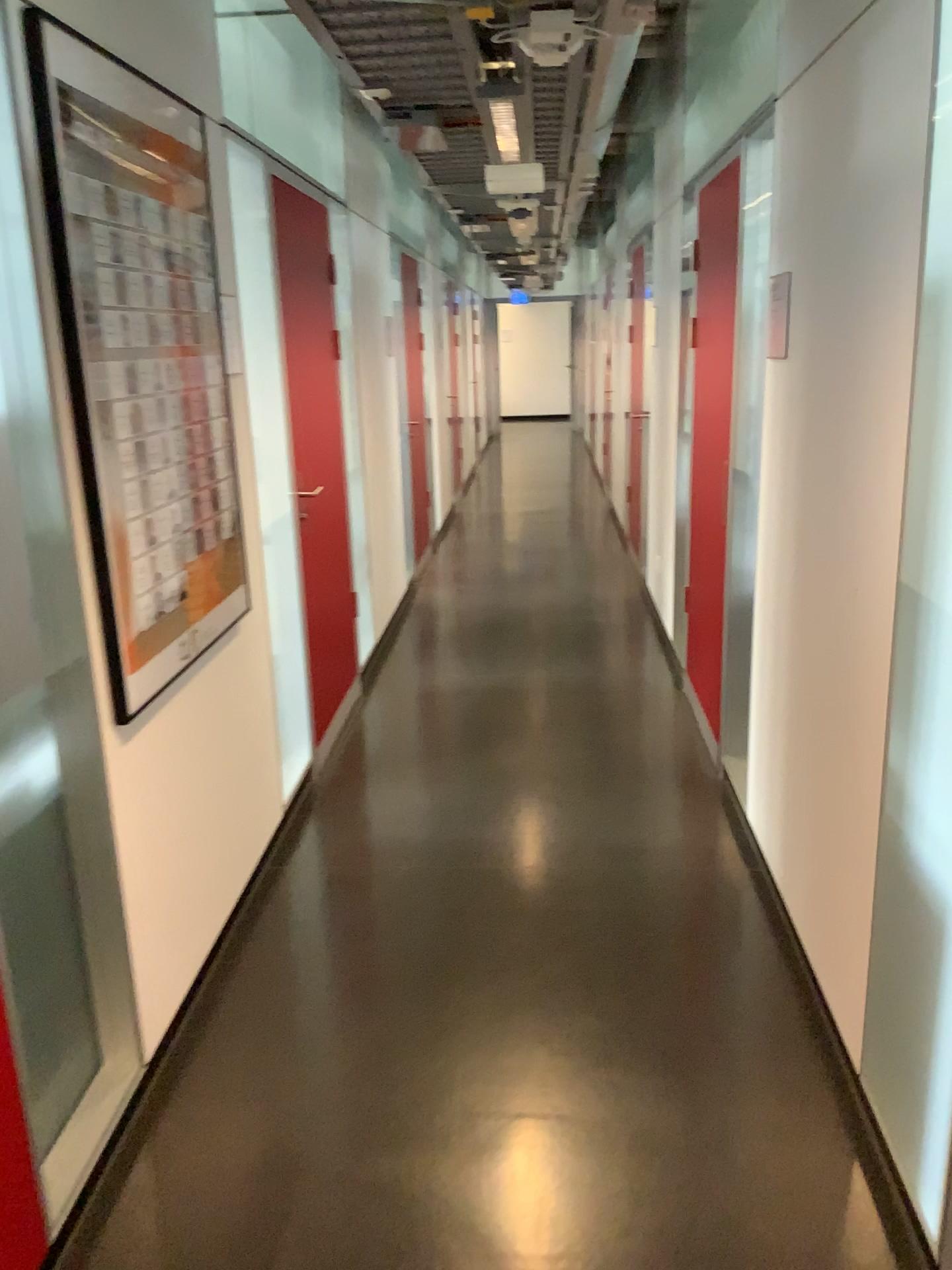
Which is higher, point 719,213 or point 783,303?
point 719,213

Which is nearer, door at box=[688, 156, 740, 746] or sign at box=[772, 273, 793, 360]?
sign at box=[772, 273, 793, 360]

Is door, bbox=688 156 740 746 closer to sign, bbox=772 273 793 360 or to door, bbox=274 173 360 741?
sign, bbox=772 273 793 360

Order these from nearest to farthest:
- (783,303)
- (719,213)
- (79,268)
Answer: (79,268) < (783,303) < (719,213)

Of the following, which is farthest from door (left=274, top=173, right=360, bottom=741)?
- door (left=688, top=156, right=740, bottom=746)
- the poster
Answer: door (left=688, top=156, right=740, bottom=746)

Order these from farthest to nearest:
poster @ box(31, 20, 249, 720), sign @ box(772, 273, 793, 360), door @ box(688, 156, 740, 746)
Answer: door @ box(688, 156, 740, 746) → sign @ box(772, 273, 793, 360) → poster @ box(31, 20, 249, 720)

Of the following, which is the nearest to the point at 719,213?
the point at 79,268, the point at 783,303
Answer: the point at 783,303

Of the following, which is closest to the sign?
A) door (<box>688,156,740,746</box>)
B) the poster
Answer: door (<box>688,156,740,746</box>)

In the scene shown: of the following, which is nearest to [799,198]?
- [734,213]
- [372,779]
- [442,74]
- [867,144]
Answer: [867,144]

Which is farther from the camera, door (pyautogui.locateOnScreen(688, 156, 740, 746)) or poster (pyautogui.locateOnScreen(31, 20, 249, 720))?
door (pyautogui.locateOnScreen(688, 156, 740, 746))
